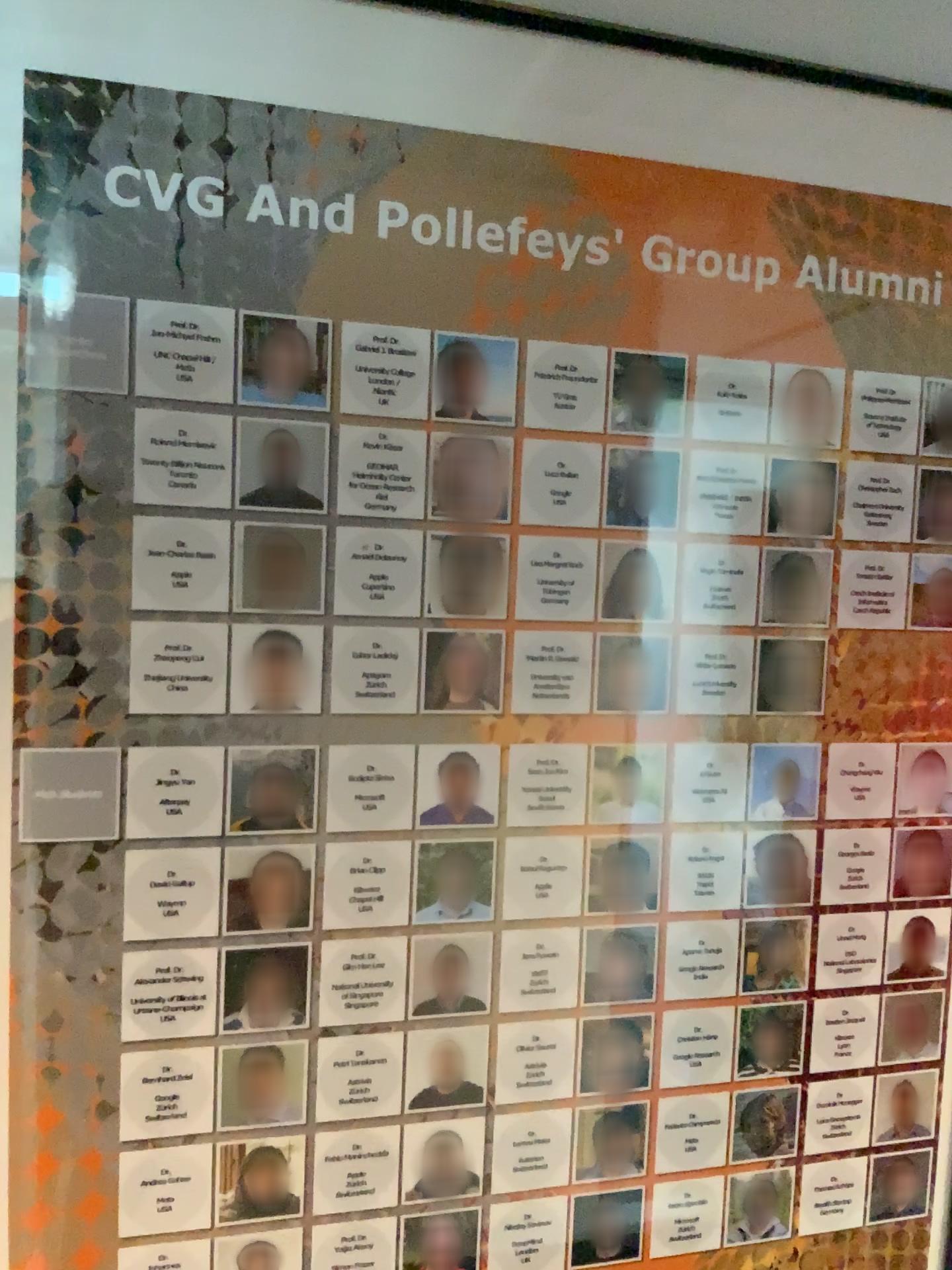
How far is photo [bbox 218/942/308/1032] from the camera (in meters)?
0.85

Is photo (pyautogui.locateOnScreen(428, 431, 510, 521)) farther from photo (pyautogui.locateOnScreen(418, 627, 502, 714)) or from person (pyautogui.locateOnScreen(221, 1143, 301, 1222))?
person (pyautogui.locateOnScreen(221, 1143, 301, 1222))

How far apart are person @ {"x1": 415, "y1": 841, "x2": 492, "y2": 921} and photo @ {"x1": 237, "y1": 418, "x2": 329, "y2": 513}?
0.3m

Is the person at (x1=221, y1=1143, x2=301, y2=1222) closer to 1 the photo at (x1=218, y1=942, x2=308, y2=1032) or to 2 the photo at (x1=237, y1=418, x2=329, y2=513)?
1 the photo at (x1=218, y1=942, x2=308, y2=1032)

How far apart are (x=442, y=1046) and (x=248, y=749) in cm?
30

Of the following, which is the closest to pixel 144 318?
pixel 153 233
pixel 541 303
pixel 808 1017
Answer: pixel 153 233

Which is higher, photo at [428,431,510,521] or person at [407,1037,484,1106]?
photo at [428,431,510,521]

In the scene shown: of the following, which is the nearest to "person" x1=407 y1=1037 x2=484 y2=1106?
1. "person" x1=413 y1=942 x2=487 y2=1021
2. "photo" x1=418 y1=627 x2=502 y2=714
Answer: "person" x1=413 y1=942 x2=487 y2=1021

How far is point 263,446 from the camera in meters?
0.8 m

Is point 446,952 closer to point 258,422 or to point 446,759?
point 446,759
